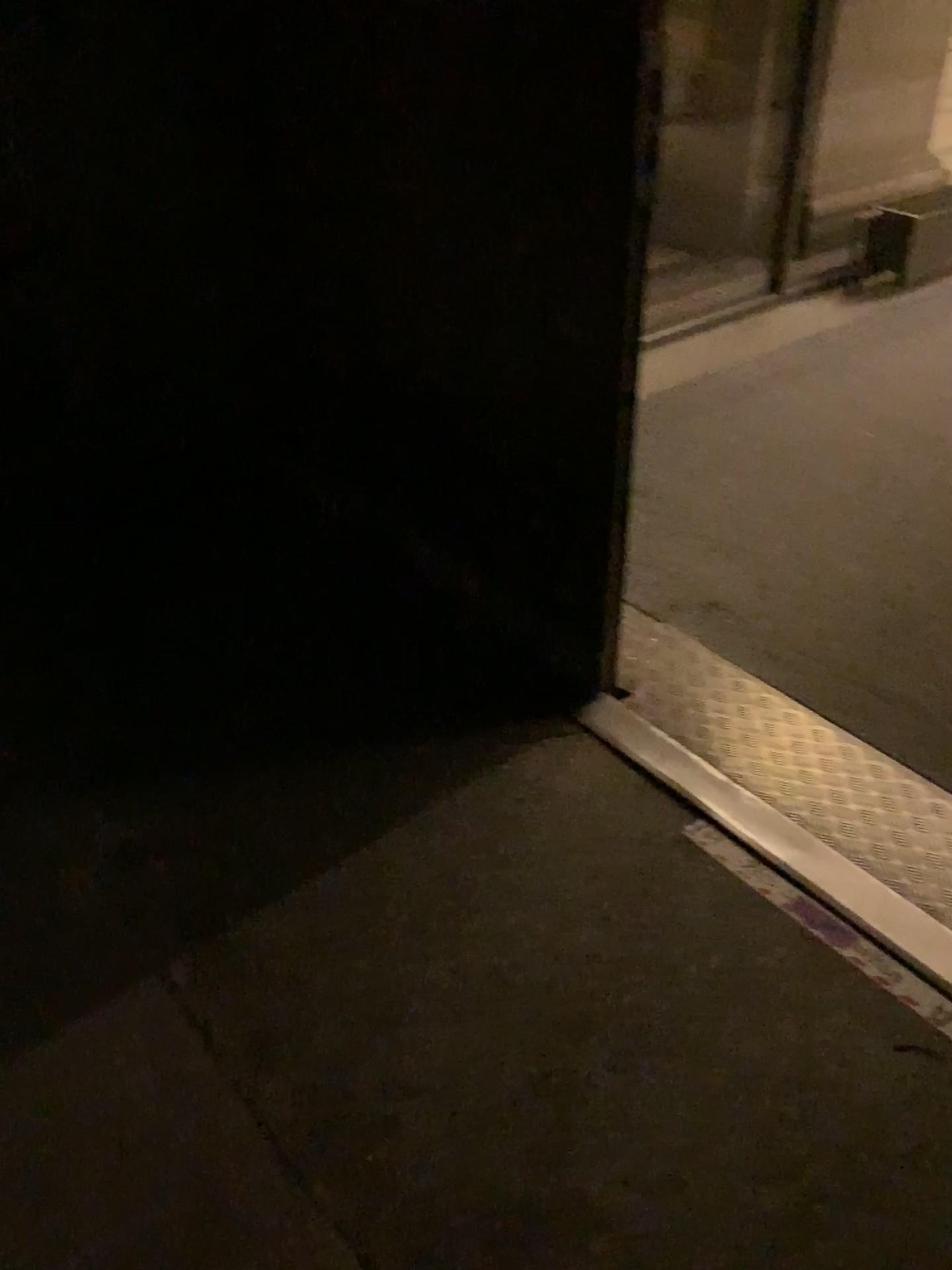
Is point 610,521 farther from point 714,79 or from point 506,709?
point 714,79
